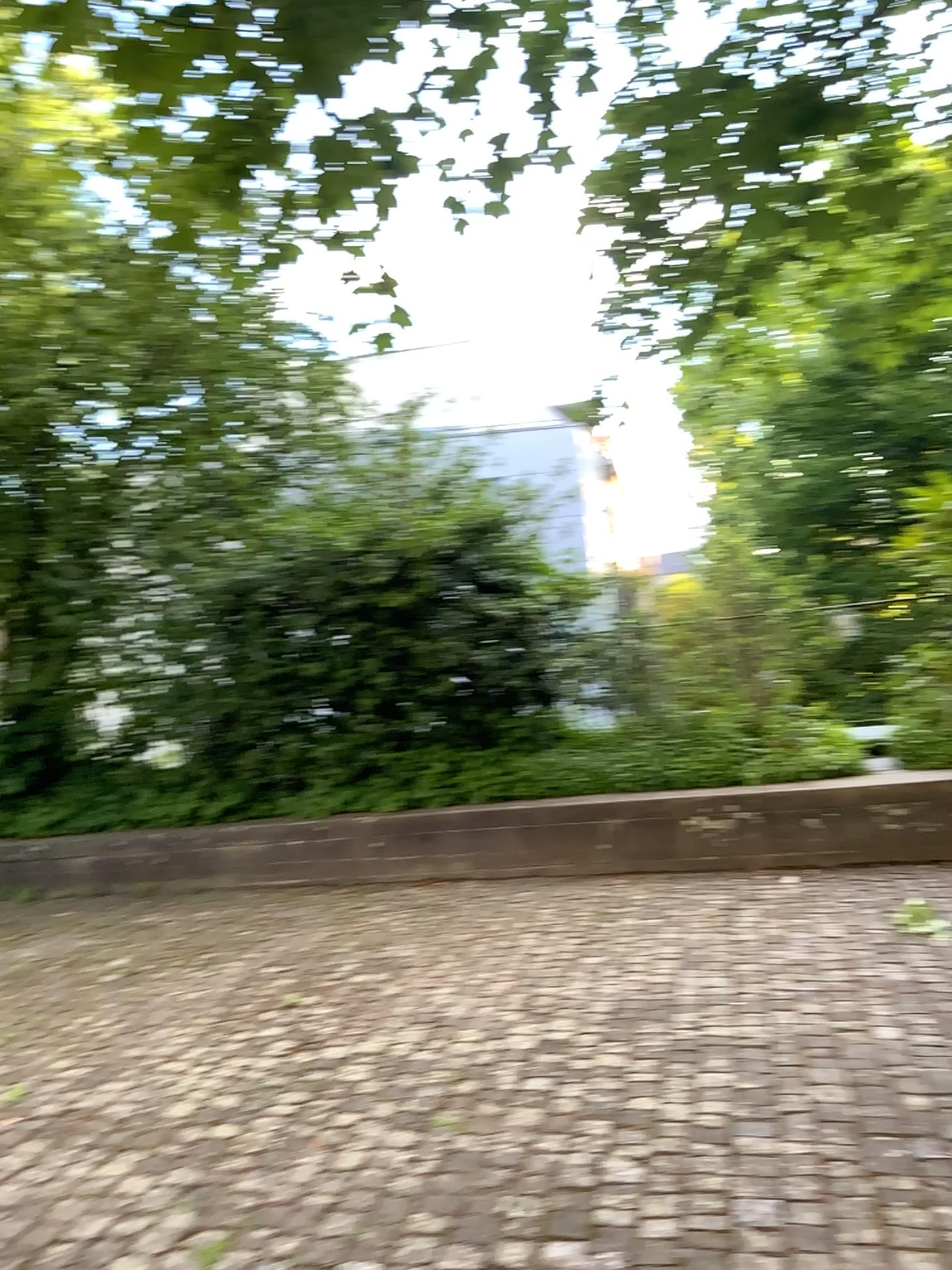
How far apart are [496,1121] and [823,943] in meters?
1.8 m
